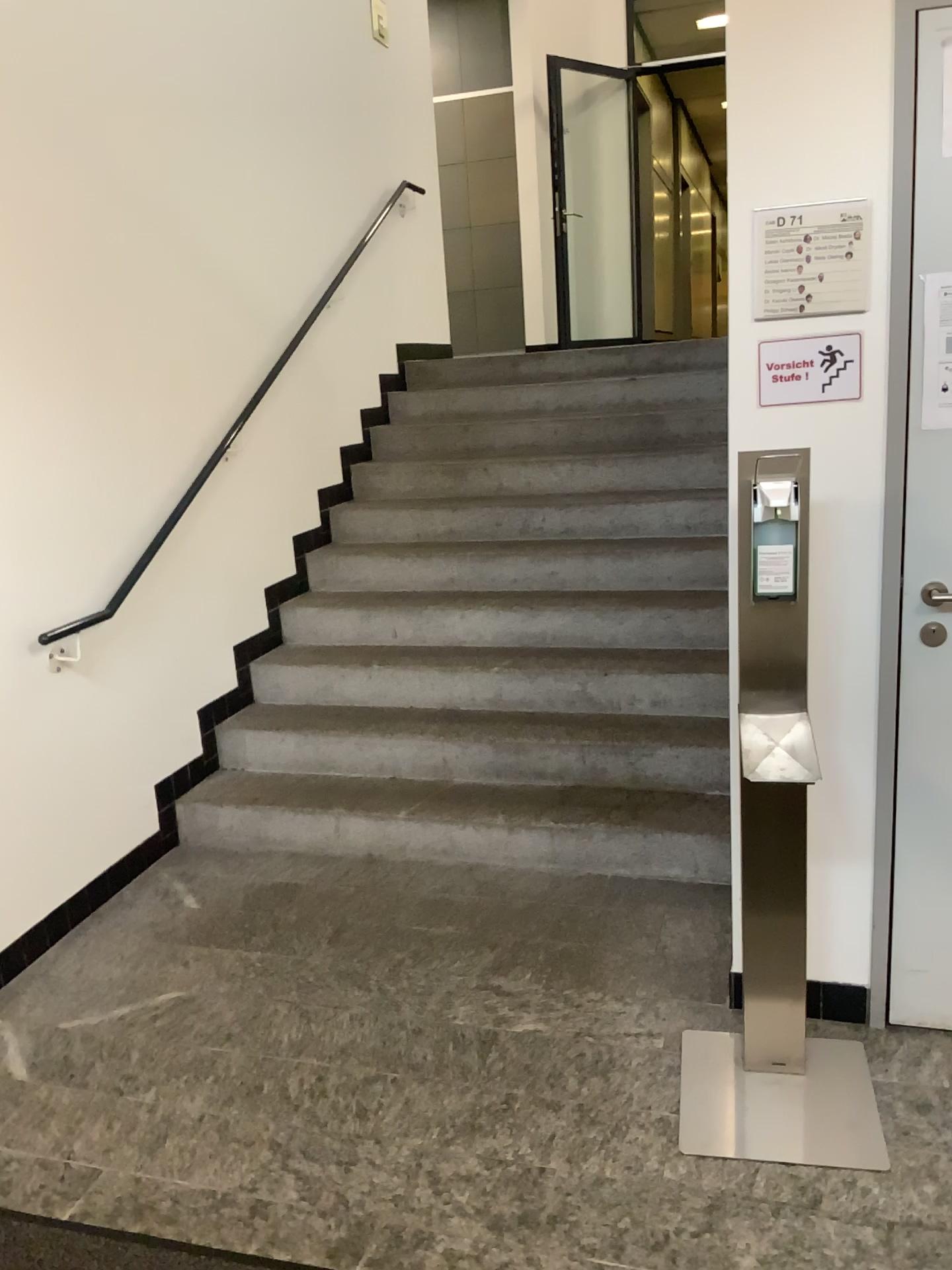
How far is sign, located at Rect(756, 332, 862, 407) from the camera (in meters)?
2.13

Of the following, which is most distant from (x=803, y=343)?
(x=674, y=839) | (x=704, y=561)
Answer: Answer: (x=704, y=561)

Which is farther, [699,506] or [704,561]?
[699,506]

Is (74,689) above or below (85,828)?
above

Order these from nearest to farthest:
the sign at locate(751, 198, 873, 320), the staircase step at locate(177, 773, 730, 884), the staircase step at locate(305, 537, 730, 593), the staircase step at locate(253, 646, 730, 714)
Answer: the sign at locate(751, 198, 873, 320) < the staircase step at locate(177, 773, 730, 884) < the staircase step at locate(253, 646, 730, 714) < the staircase step at locate(305, 537, 730, 593)

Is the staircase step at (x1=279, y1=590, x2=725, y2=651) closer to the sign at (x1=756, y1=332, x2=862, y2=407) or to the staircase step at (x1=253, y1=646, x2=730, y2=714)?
the staircase step at (x1=253, y1=646, x2=730, y2=714)

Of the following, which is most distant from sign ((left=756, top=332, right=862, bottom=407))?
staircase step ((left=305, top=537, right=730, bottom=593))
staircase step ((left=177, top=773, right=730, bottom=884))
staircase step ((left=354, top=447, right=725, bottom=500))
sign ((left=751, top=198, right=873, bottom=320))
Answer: staircase step ((left=354, top=447, right=725, bottom=500))

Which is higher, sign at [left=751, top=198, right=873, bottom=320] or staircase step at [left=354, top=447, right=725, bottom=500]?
sign at [left=751, top=198, right=873, bottom=320]

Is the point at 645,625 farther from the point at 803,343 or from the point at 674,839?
the point at 803,343

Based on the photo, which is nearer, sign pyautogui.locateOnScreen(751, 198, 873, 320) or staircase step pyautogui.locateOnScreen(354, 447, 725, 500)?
sign pyautogui.locateOnScreen(751, 198, 873, 320)
